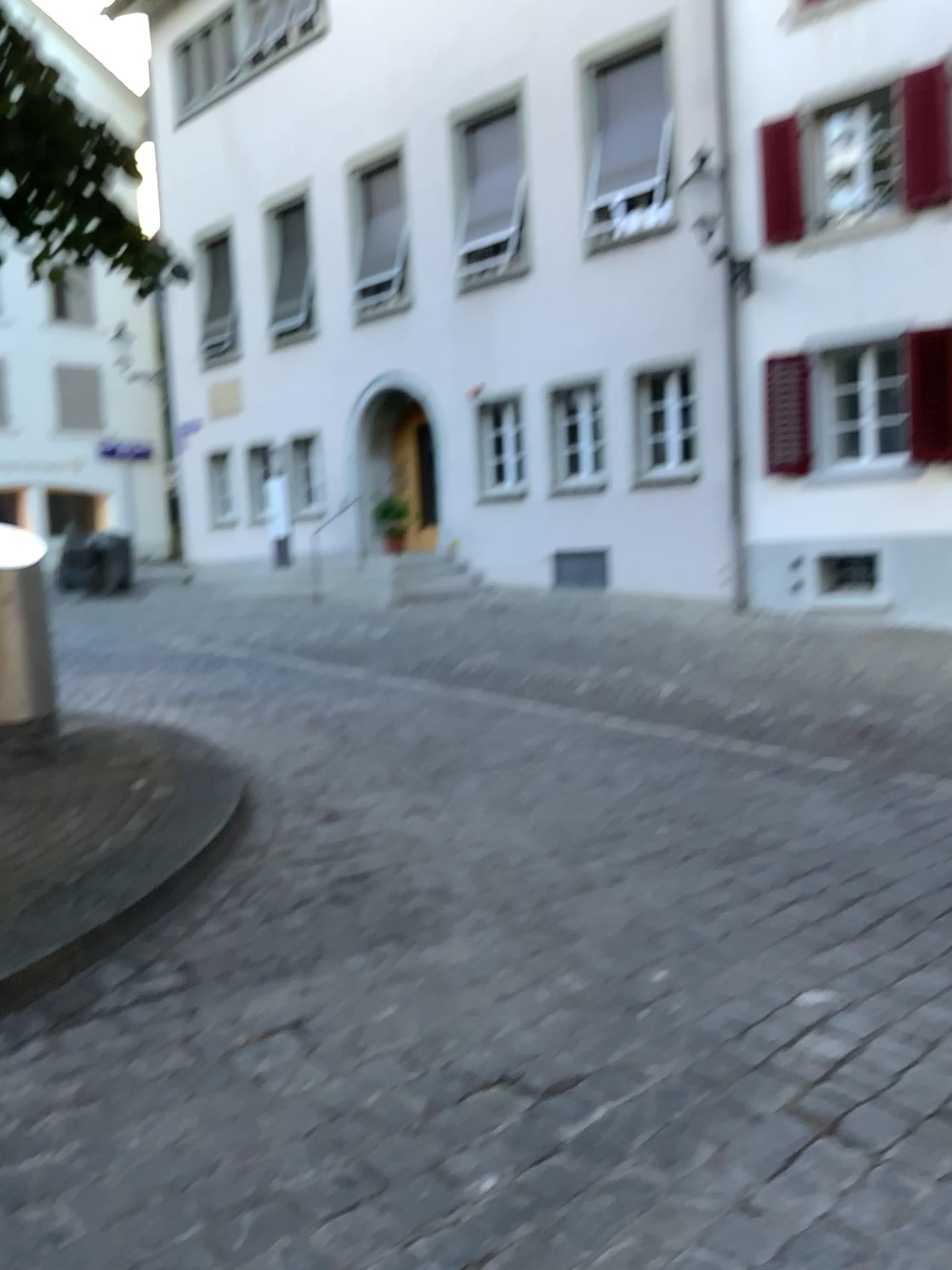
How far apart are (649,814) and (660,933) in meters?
1.3
